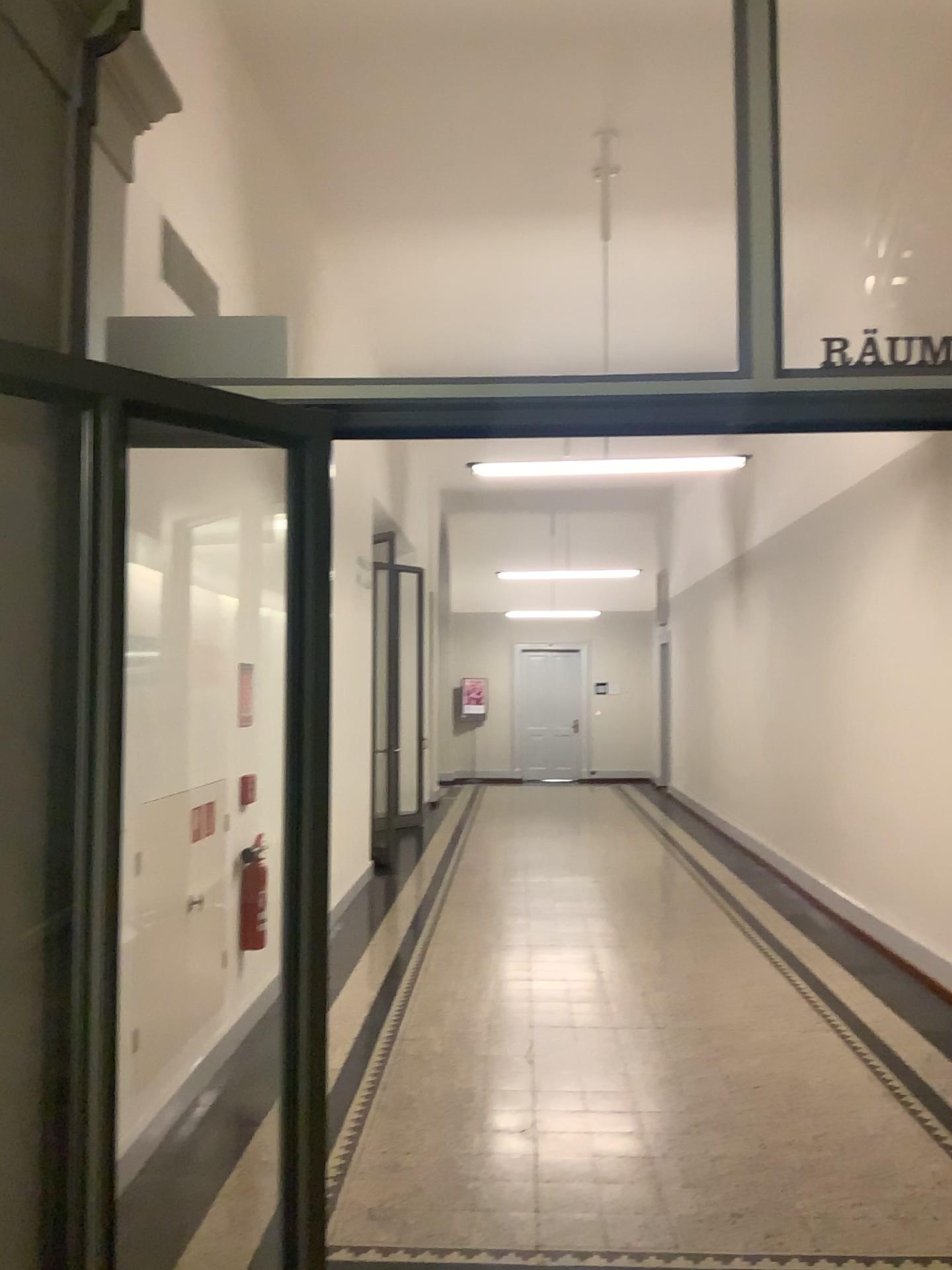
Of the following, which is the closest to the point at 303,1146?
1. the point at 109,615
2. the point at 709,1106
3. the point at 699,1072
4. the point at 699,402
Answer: the point at 109,615
